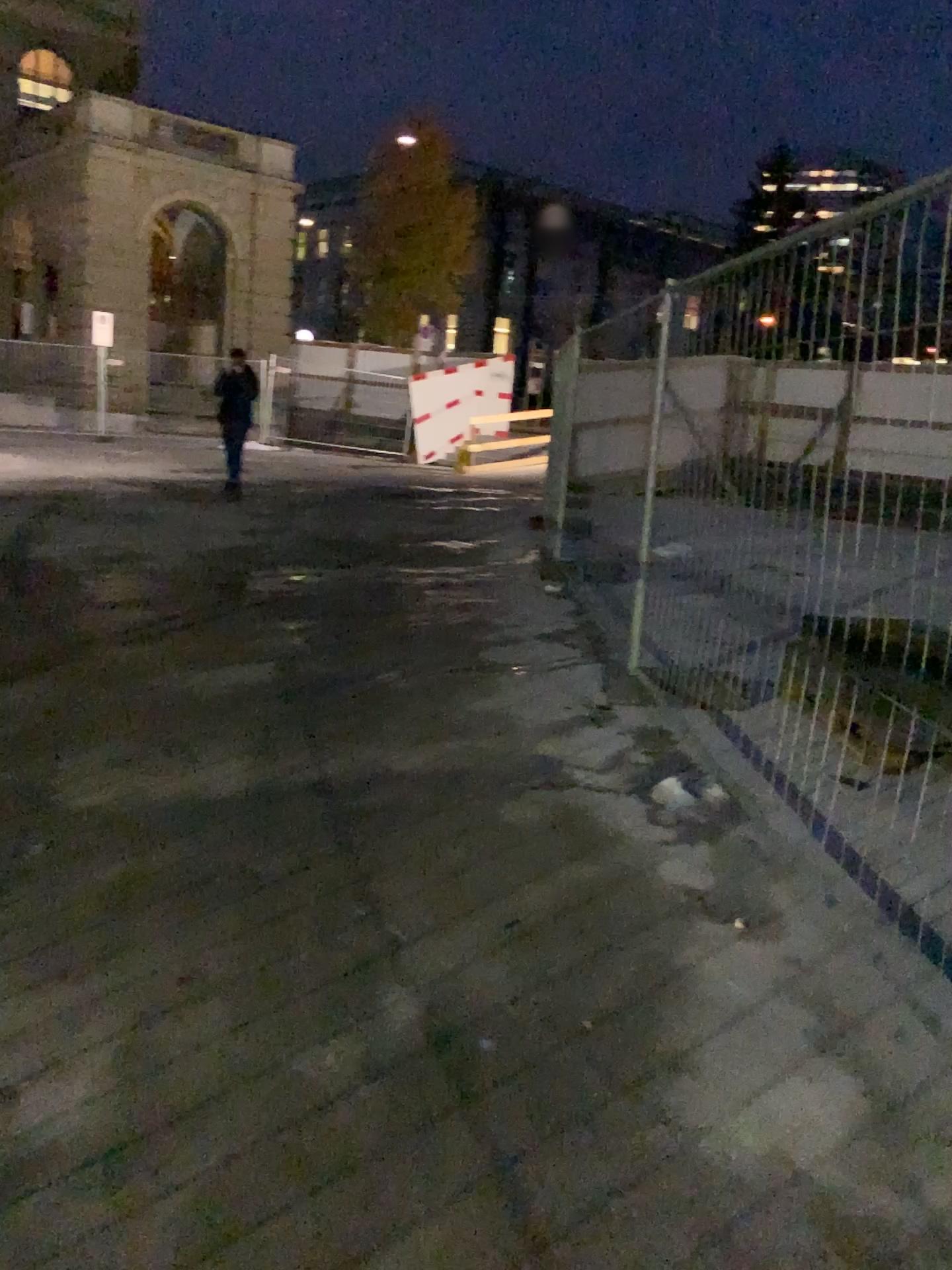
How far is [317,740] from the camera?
4.3m
